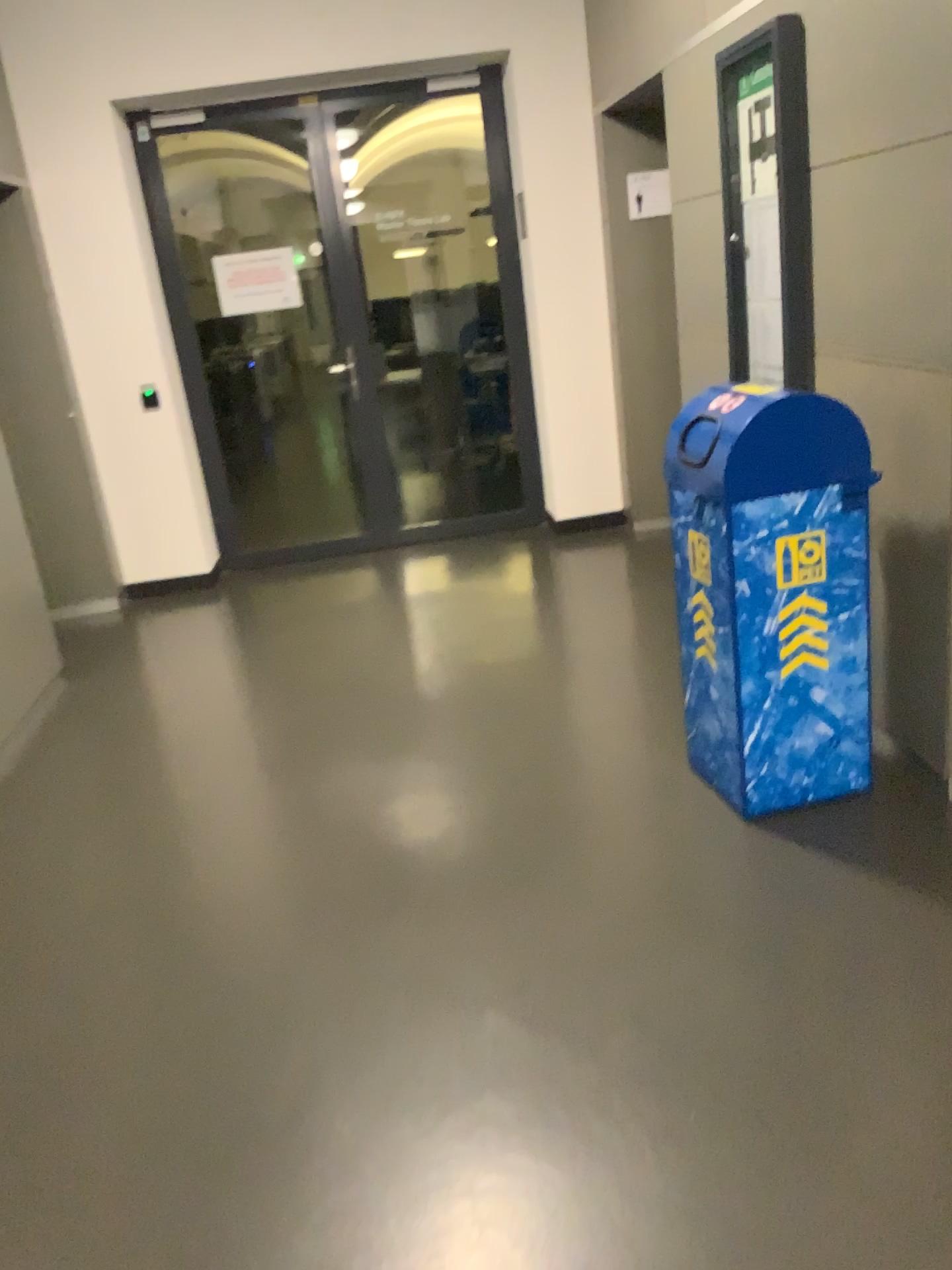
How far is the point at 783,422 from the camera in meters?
2.5

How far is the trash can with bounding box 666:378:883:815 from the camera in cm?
251

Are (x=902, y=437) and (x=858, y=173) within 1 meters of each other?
yes
